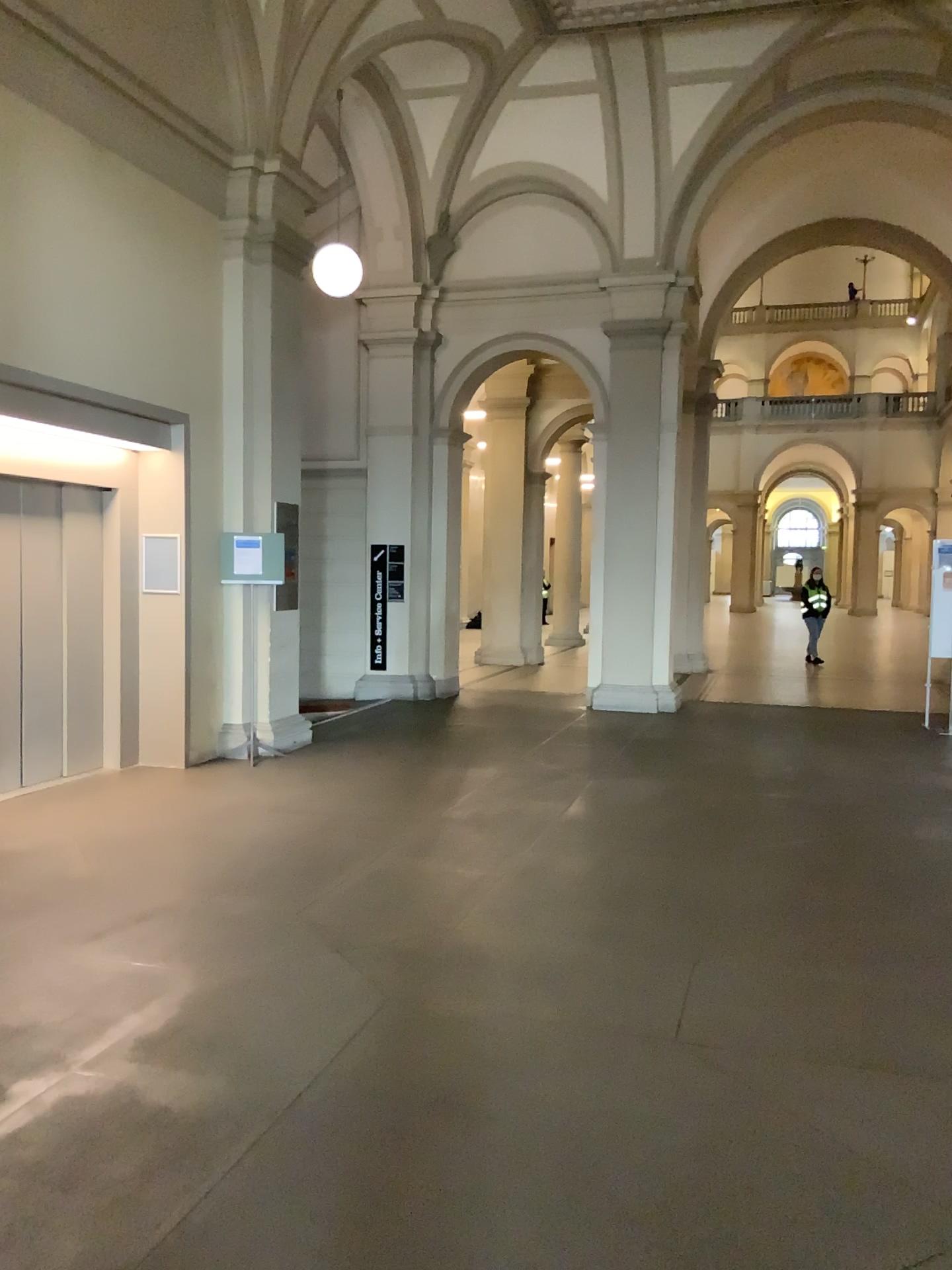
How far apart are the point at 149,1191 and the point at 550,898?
2.53m
